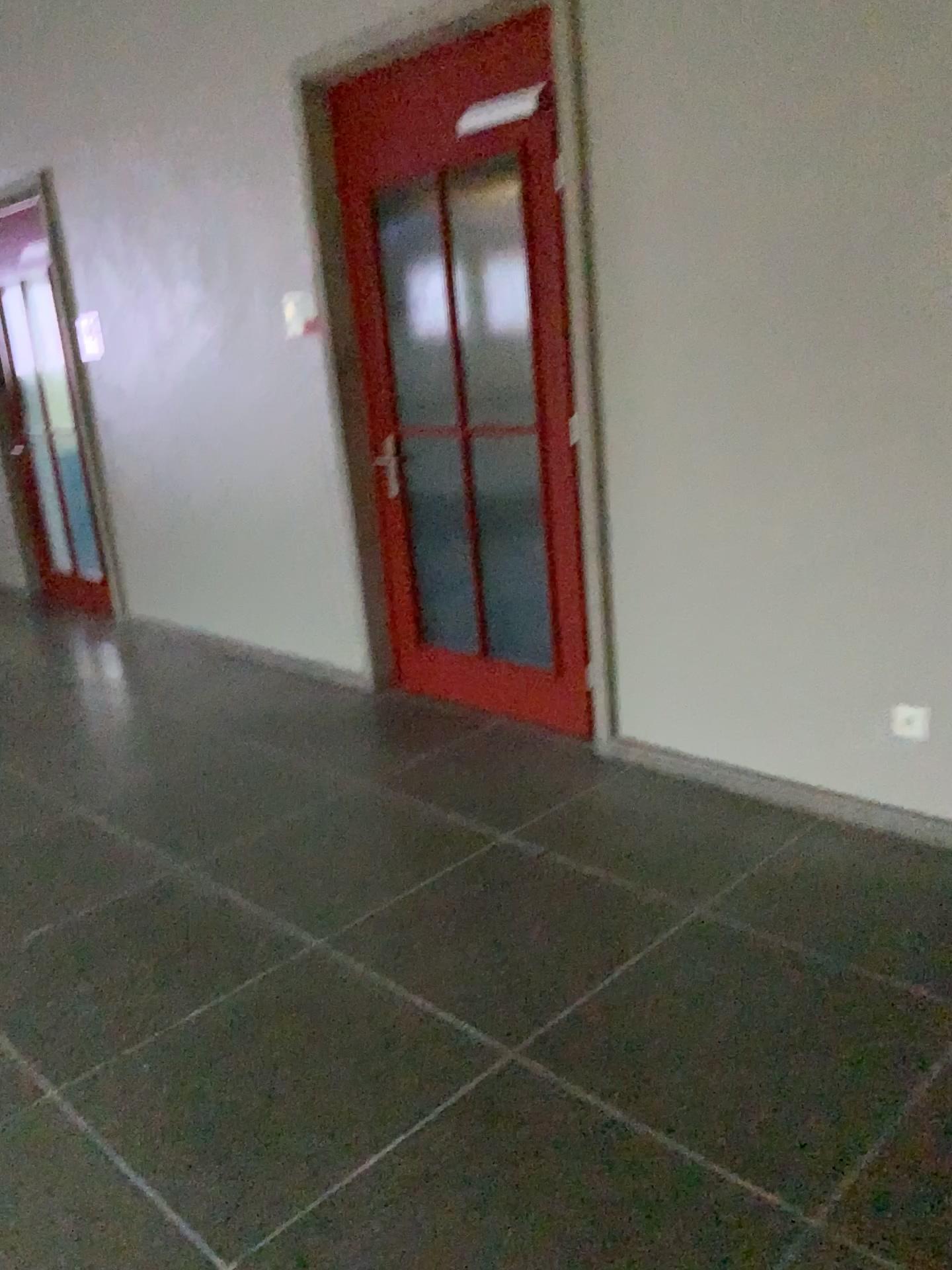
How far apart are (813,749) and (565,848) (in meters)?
0.78

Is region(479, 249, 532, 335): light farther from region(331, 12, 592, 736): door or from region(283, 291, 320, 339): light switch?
region(283, 291, 320, 339): light switch

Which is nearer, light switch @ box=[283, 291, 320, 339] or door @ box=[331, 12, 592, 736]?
door @ box=[331, 12, 592, 736]

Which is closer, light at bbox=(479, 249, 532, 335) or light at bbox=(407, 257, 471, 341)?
light at bbox=(479, 249, 532, 335)

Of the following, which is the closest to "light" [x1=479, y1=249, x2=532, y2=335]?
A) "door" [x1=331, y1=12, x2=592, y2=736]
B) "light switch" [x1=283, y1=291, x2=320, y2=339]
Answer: "door" [x1=331, y1=12, x2=592, y2=736]

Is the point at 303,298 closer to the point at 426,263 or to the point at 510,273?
the point at 426,263

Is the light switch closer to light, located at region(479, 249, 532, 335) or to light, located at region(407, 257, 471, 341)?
light, located at region(407, 257, 471, 341)

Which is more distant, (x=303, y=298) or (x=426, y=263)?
(x=303, y=298)

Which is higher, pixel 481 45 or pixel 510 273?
pixel 481 45

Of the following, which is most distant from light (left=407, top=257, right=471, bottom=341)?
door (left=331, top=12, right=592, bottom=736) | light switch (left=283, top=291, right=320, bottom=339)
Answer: light switch (left=283, top=291, right=320, bottom=339)
